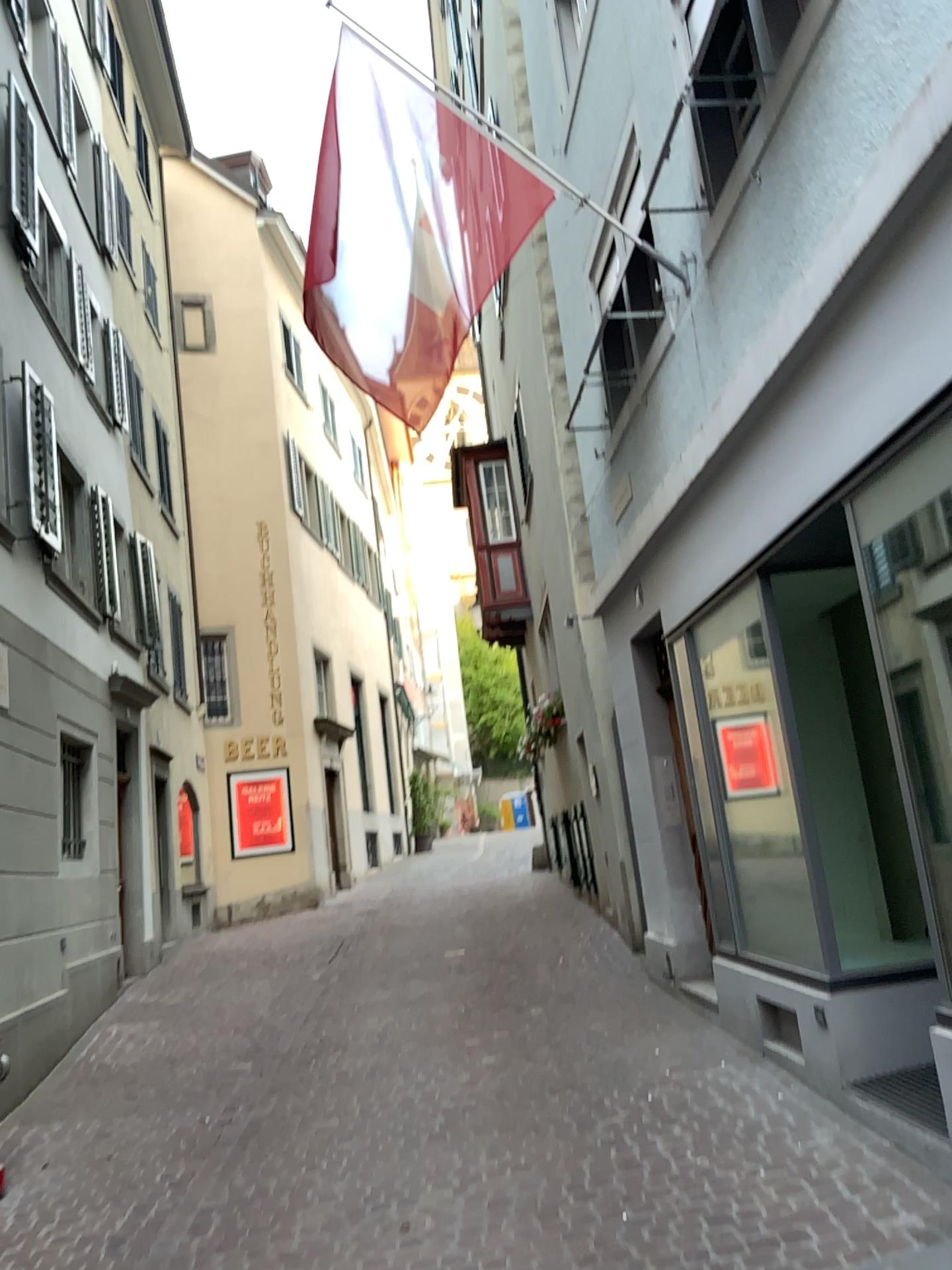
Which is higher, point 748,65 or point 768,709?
point 748,65
